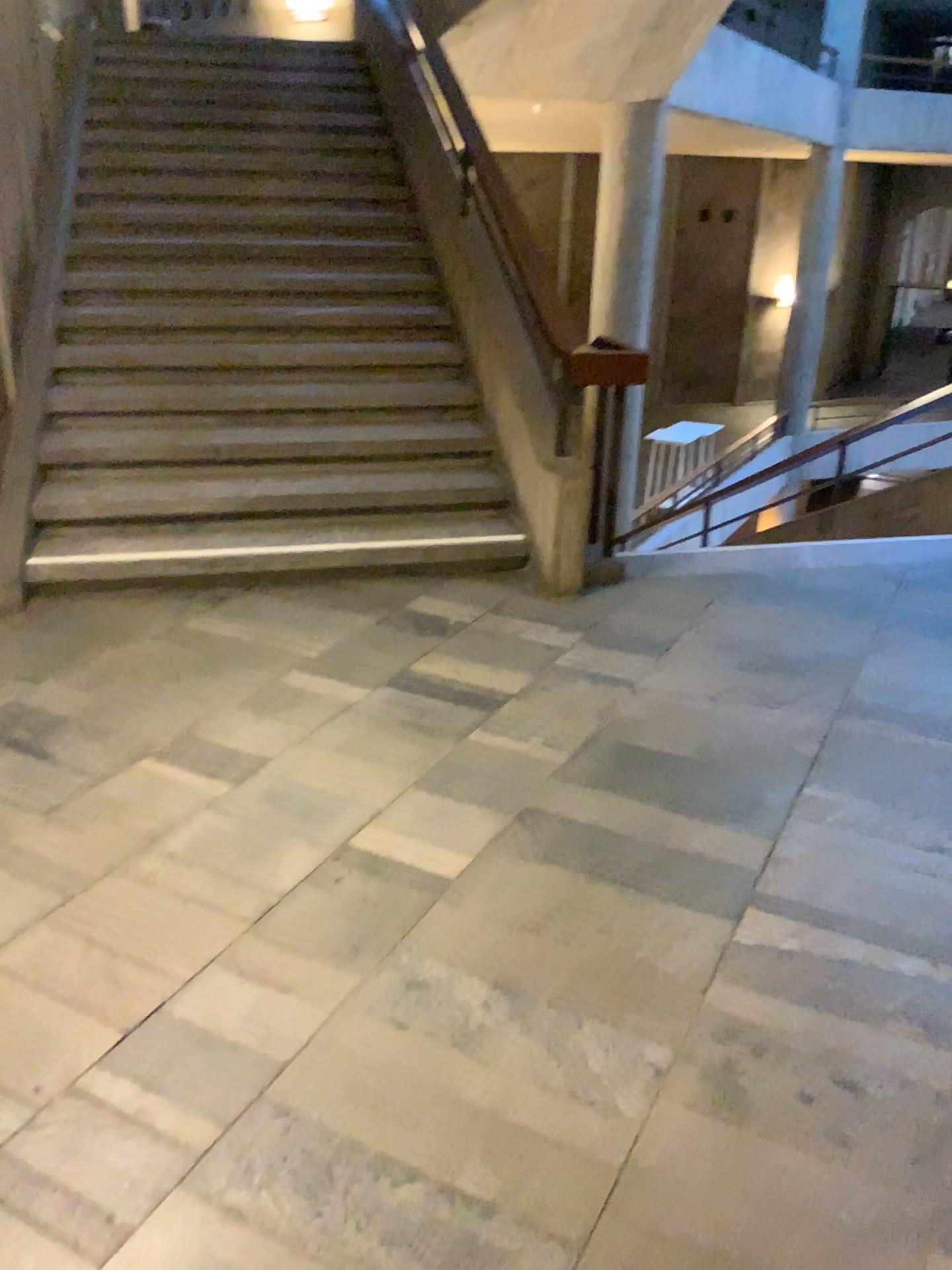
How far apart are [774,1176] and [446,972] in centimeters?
71cm
